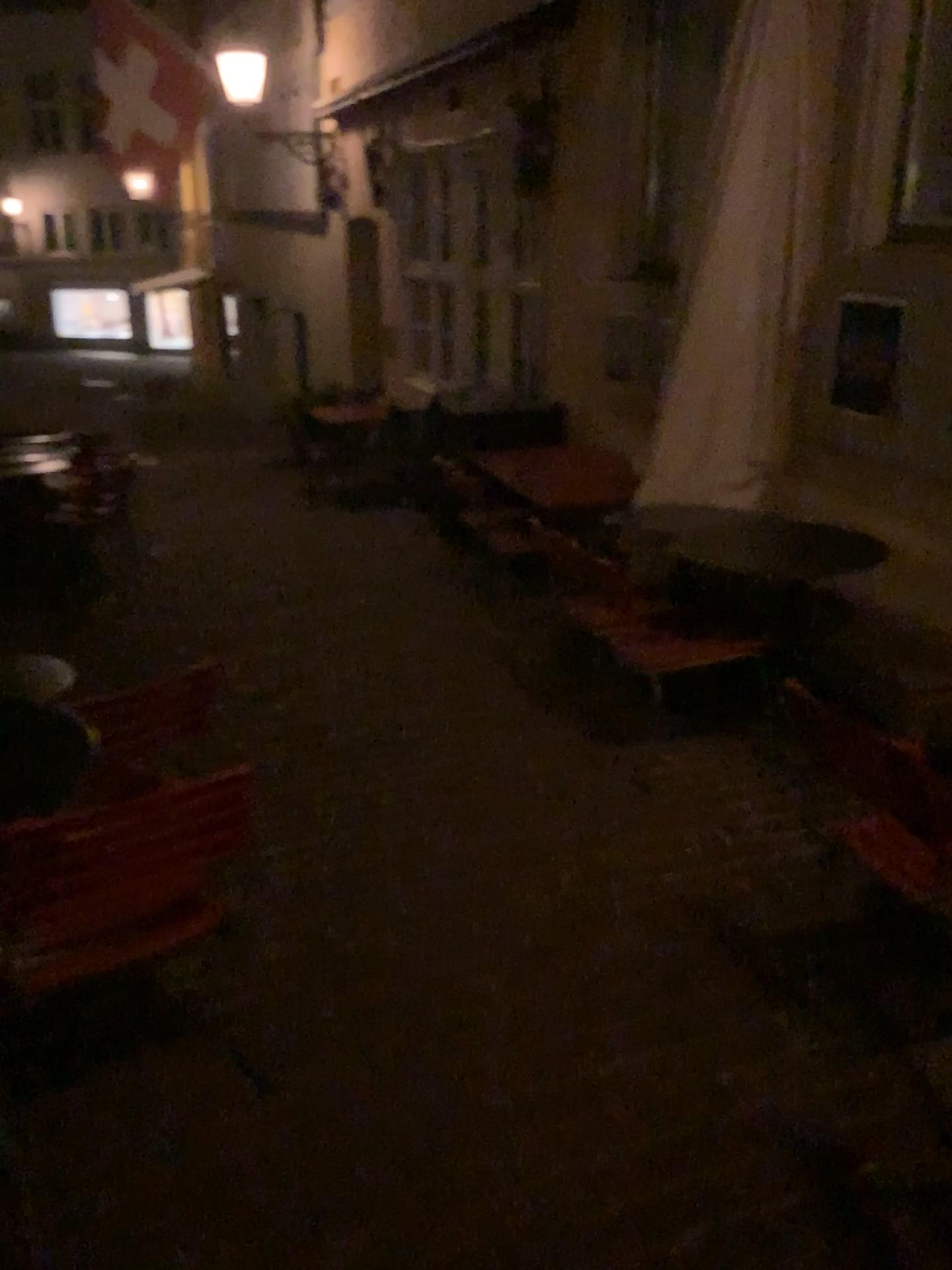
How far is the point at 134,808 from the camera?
1.9m

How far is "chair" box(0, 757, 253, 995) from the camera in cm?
189

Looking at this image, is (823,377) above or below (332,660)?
above
